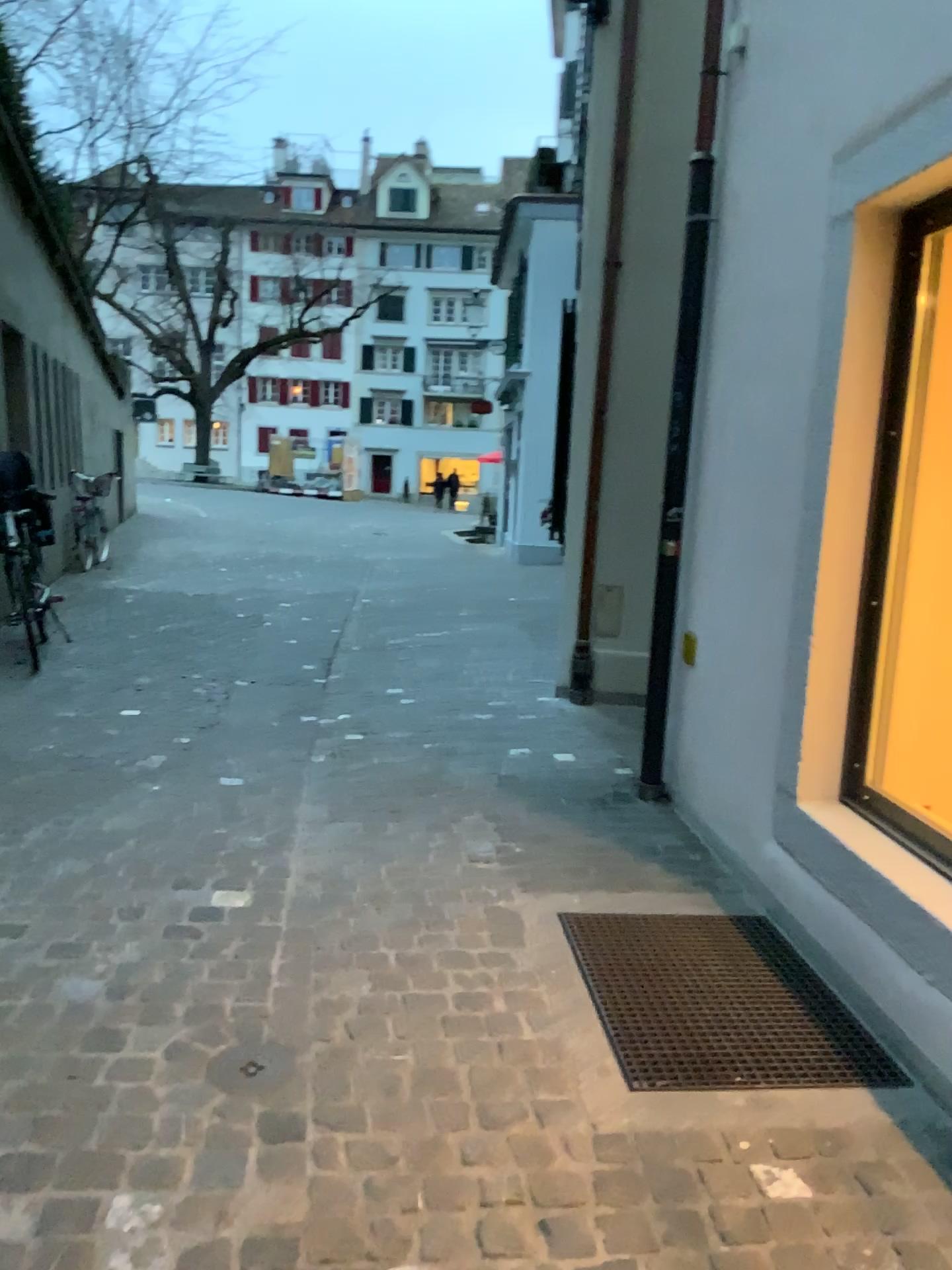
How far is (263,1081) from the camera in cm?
219

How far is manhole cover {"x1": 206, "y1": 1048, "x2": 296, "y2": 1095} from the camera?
2.19m

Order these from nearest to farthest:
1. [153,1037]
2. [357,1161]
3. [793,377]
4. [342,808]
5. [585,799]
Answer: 1. [357,1161]
2. [153,1037]
3. [793,377]
4. [342,808]
5. [585,799]
